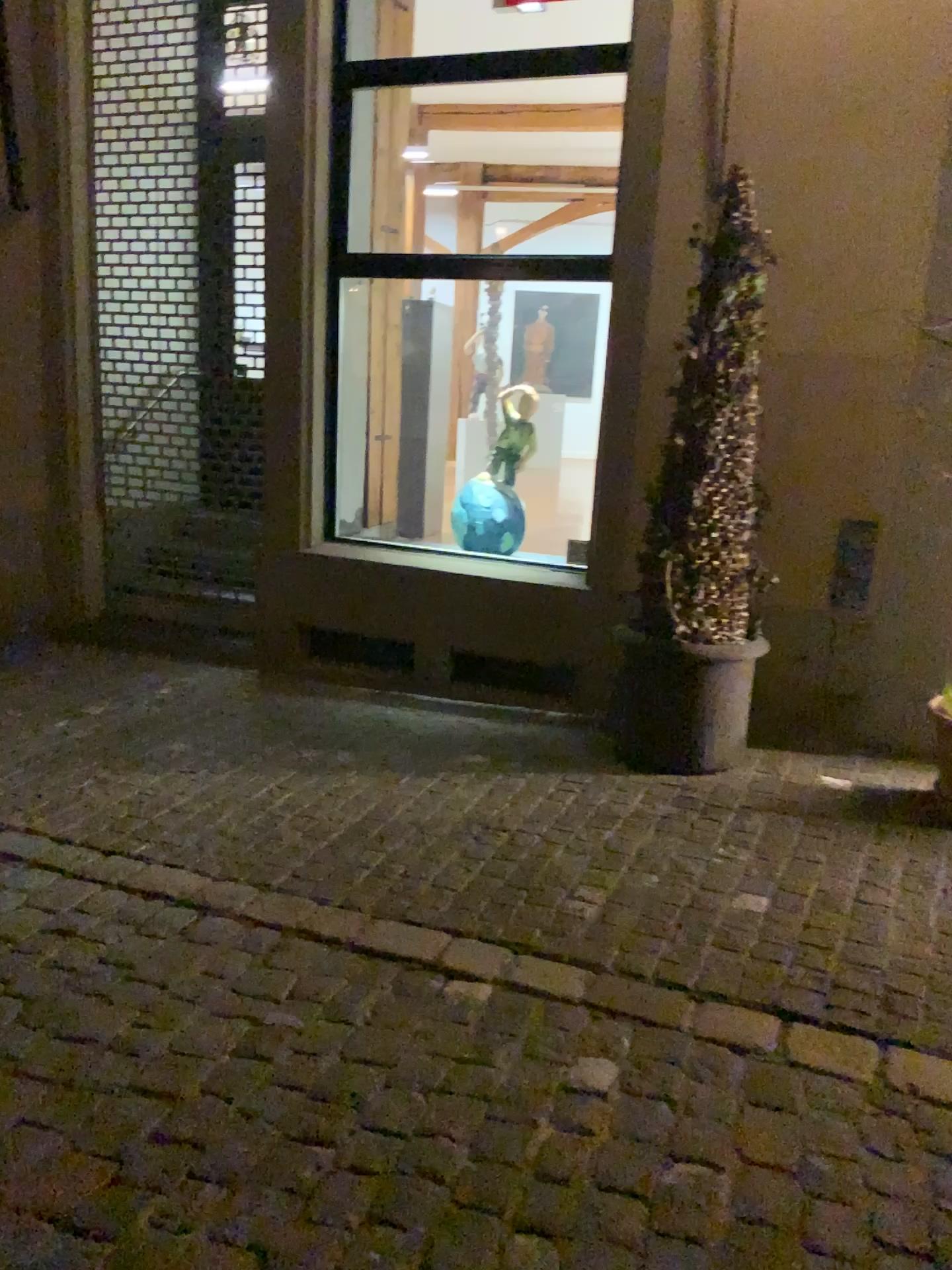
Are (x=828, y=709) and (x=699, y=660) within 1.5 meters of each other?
yes

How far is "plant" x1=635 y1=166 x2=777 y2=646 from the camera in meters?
3.8 m

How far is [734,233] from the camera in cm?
379

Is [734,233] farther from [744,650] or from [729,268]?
[744,650]

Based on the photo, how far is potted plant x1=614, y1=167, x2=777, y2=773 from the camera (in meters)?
3.81

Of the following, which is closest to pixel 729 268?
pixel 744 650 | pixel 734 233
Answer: pixel 734 233

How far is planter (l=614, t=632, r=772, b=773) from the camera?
3.92m
